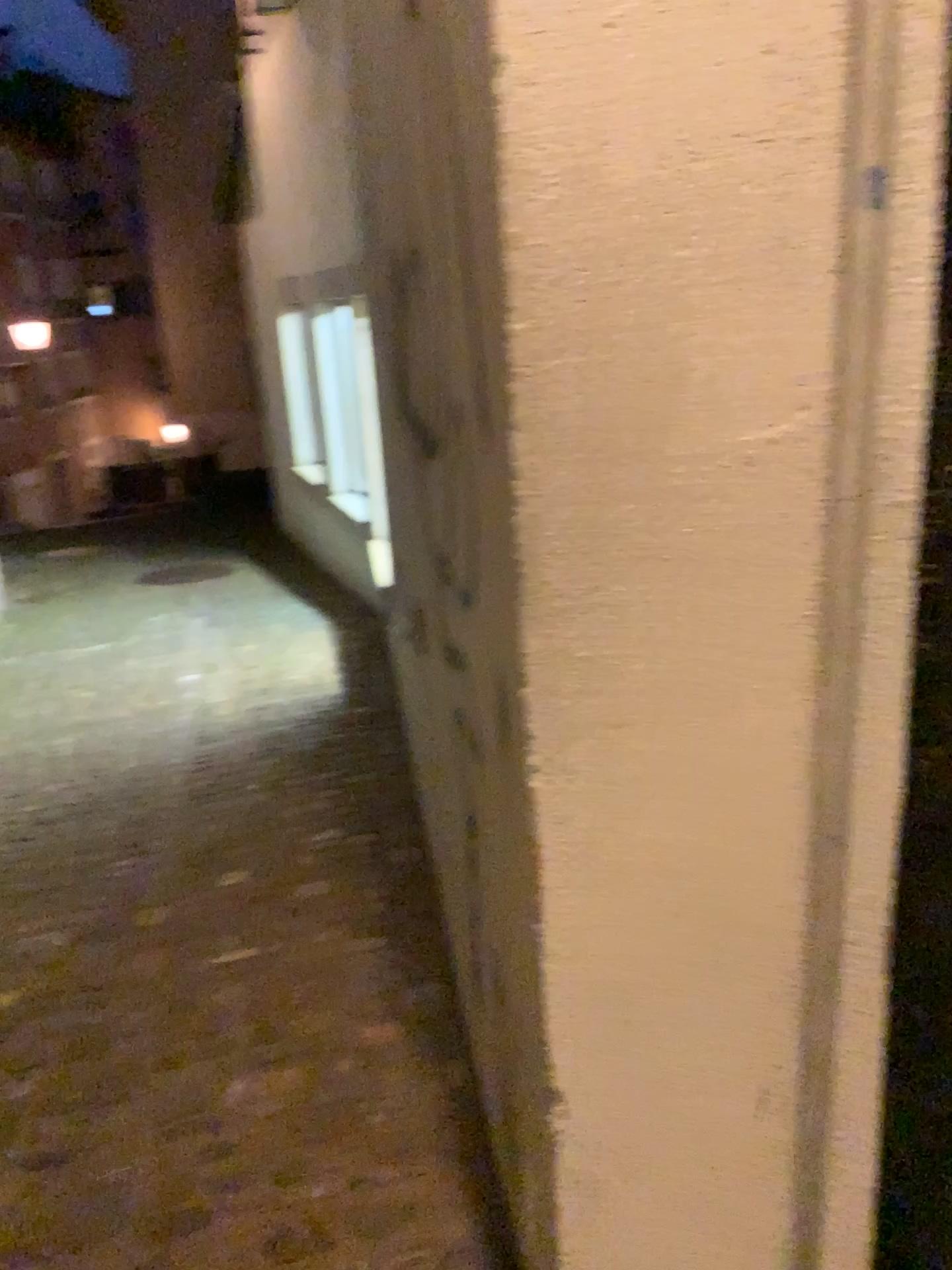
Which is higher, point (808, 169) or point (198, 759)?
point (808, 169)
